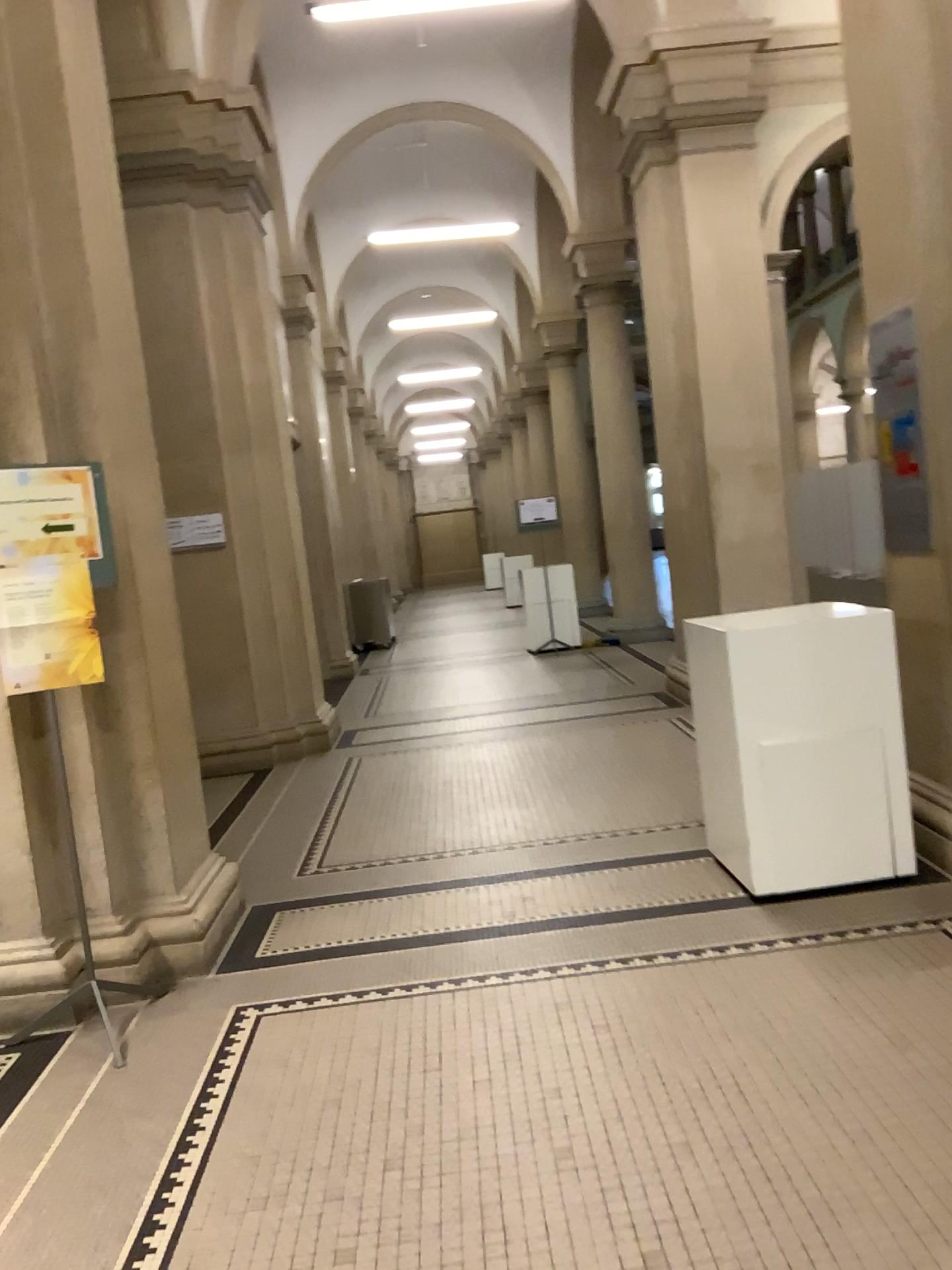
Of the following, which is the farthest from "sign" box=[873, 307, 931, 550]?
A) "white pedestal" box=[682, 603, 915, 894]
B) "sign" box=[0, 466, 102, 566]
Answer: "sign" box=[0, 466, 102, 566]

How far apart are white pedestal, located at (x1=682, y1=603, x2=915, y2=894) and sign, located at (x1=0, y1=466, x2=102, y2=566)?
2.1m

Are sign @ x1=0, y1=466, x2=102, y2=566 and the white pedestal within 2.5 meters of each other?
yes

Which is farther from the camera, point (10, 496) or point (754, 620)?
point (754, 620)

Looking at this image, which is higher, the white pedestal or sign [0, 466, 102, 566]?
sign [0, 466, 102, 566]

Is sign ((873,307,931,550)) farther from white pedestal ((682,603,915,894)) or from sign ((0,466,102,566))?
sign ((0,466,102,566))

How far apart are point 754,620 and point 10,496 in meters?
2.5 m

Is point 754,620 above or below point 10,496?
below

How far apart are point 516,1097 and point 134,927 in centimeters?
163cm

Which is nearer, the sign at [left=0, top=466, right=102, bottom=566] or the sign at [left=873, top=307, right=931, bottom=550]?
the sign at [left=0, top=466, right=102, bottom=566]
